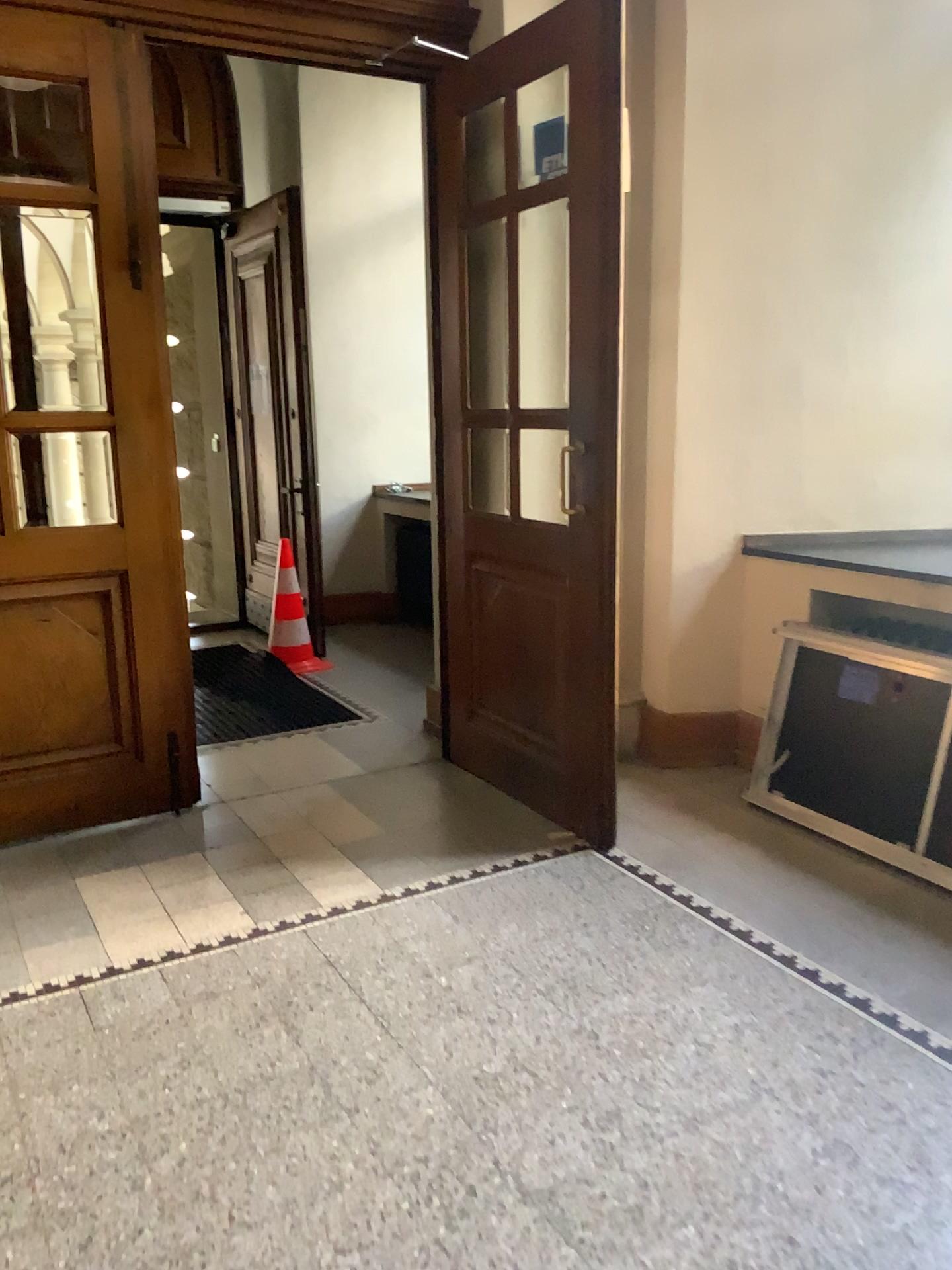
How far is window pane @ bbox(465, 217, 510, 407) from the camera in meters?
4.0

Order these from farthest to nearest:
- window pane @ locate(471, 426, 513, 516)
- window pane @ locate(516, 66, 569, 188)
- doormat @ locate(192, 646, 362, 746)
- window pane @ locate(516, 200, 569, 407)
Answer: doormat @ locate(192, 646, 362, 746) < window pane @ locate(471, 426, 513, 516) < window pane @ locate(516, 200, 569, 407) < window pane @ locate(516, 66, 569, 188)

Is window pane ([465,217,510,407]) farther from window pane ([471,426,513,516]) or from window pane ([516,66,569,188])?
window pane ([516,66,569,188])

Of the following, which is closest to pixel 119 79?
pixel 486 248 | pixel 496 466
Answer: pixel 486 248

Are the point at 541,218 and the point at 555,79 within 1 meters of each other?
yes

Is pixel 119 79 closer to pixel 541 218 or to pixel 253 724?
pixel 541 218

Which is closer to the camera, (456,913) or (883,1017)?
(883,1017)

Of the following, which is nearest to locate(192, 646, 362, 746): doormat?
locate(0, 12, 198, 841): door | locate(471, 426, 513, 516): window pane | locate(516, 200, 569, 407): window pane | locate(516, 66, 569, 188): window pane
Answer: locate(0, 12, 198, 841): door

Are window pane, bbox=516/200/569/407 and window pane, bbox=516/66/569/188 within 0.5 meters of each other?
yes

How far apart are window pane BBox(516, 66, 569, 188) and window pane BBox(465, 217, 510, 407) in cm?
38
